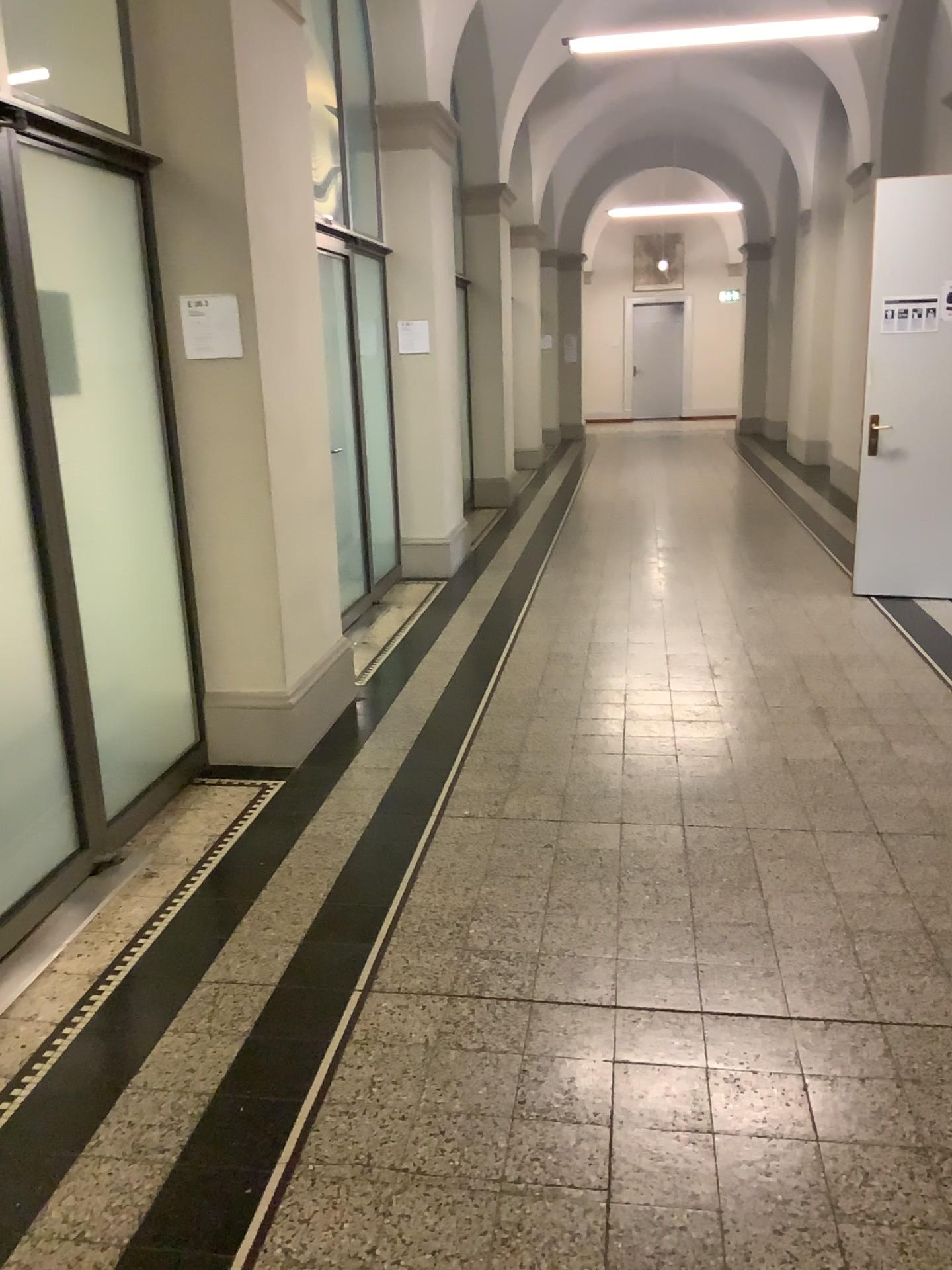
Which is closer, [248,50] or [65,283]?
[65,283]

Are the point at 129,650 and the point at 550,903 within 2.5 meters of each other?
yes

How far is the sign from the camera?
3.7m

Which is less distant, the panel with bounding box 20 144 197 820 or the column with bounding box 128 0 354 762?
the panel with bounding box 20 144 197 820

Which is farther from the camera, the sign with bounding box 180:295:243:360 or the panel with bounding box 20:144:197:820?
the sign with bounding box 180:295:243:360

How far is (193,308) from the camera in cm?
372

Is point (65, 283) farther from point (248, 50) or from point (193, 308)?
point (248, 50)
